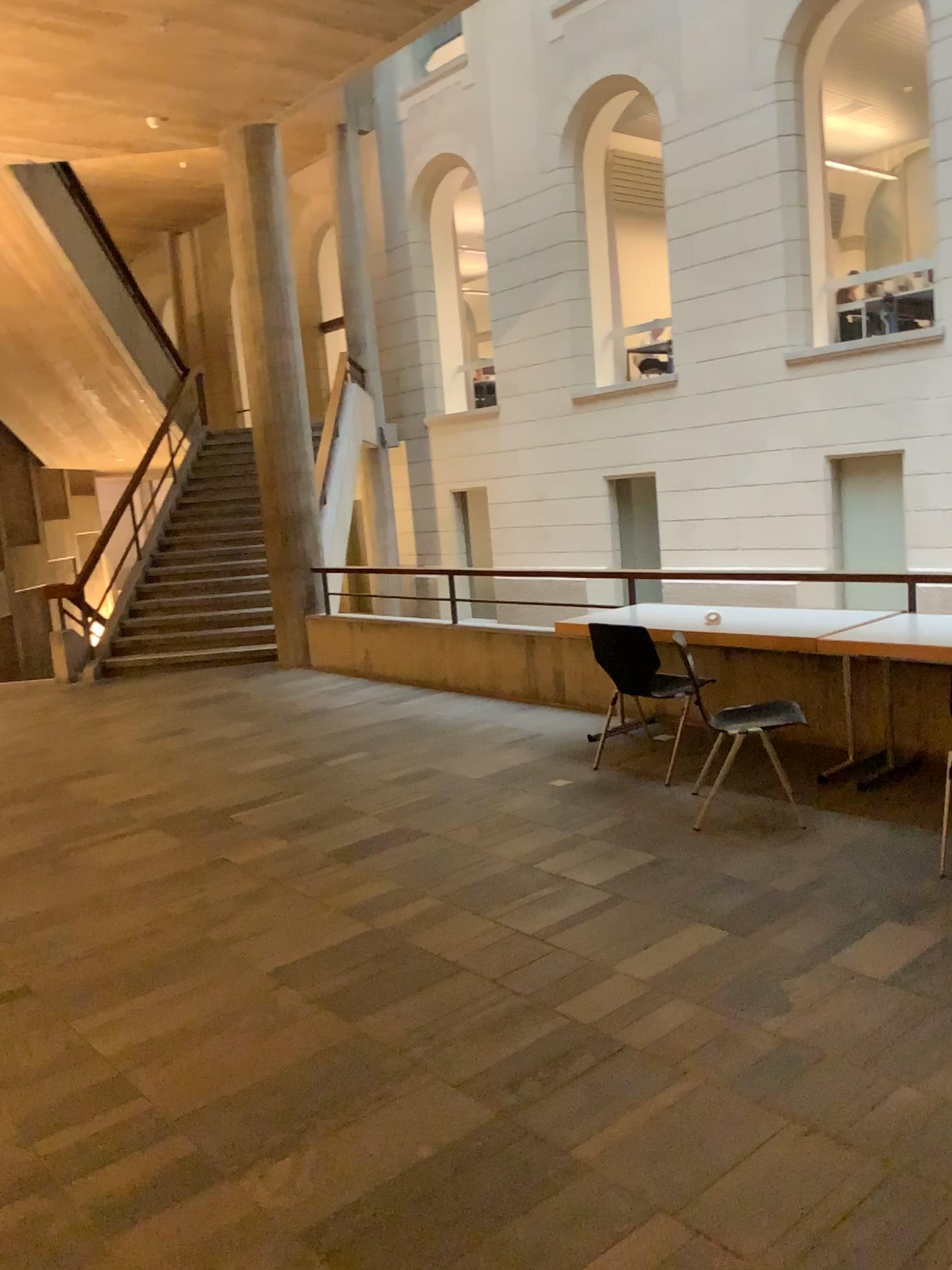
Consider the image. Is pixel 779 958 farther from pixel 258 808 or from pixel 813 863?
pixel 258 808
